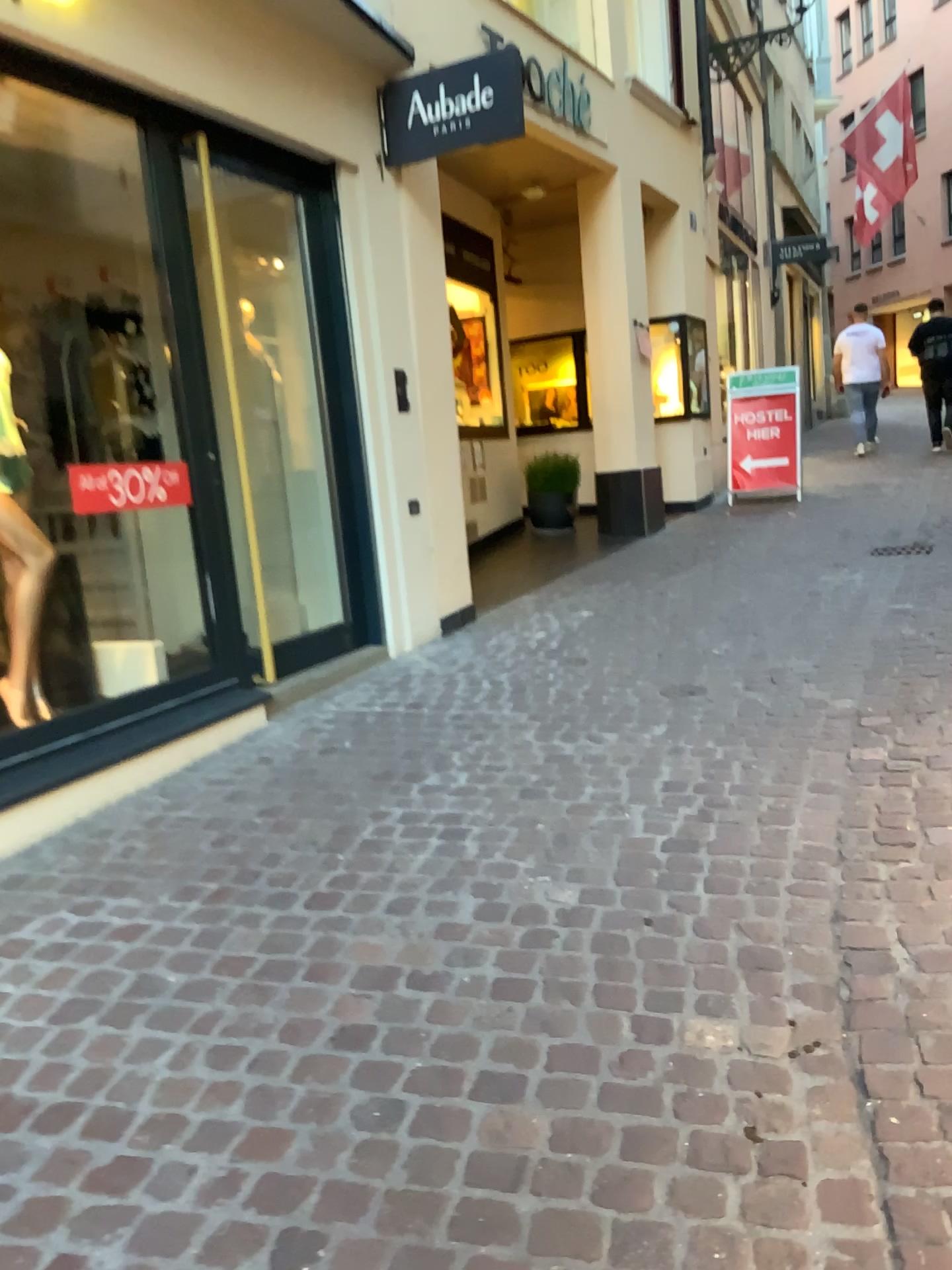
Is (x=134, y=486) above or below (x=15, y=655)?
above

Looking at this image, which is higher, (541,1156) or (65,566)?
(65,566)

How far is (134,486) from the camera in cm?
375

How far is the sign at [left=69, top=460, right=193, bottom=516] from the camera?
3.7m
